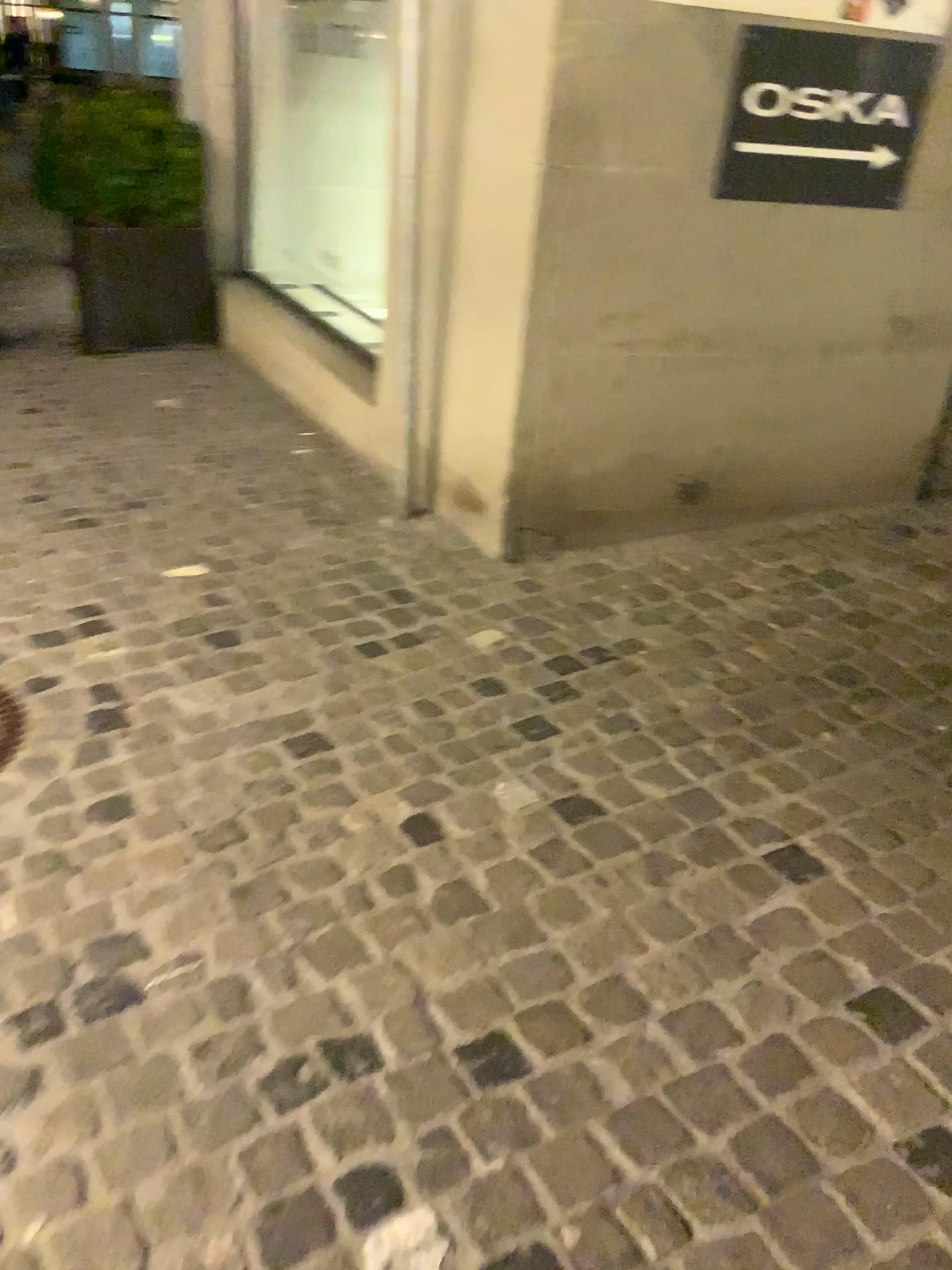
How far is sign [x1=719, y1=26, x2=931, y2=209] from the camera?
2.7 meters

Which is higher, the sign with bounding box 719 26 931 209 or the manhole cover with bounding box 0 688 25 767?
the sign with bounding box 719 26 931 209

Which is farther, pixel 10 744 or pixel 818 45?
pixel 818 45

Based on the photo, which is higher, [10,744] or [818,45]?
[818,45]

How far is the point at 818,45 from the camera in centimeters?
Result: 265cm

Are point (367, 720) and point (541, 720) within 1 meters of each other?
yes

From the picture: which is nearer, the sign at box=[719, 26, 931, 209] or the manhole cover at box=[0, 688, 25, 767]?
the manhole cover at box=[0, 688, 25, 767]
